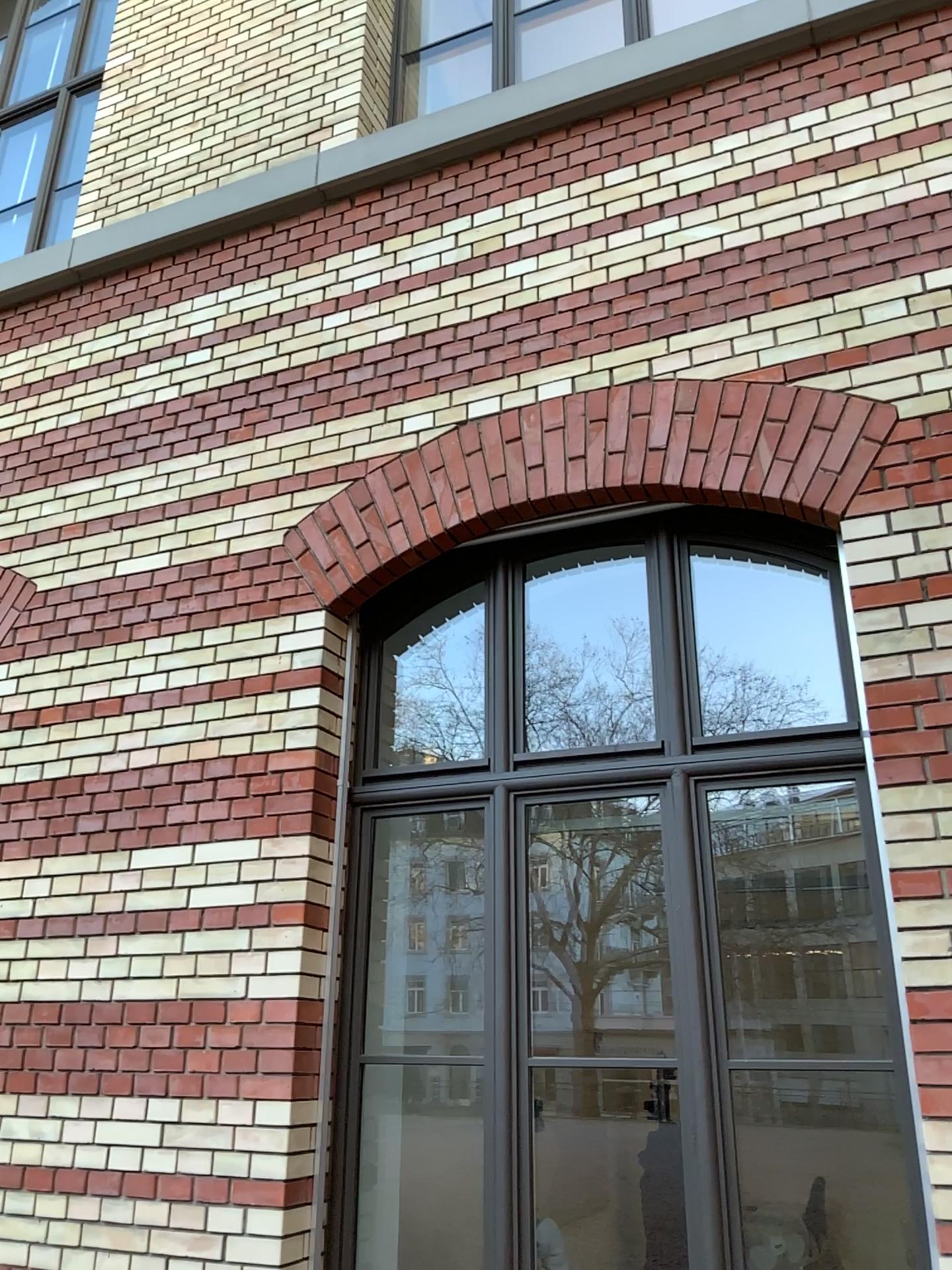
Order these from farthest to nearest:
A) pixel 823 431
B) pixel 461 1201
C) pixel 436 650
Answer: pixel 436 650 → pixel 461 1201 → pixel 823 431

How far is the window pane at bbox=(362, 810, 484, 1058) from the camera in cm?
458

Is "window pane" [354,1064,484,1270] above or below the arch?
below

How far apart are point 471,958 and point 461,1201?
0.9 meters

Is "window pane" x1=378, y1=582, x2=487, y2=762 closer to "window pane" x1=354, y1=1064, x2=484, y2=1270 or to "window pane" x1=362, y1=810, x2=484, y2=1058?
"window pane" x1=362, y1=810, x2=484, y2=1058

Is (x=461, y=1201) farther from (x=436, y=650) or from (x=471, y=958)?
(x=436, y=650)

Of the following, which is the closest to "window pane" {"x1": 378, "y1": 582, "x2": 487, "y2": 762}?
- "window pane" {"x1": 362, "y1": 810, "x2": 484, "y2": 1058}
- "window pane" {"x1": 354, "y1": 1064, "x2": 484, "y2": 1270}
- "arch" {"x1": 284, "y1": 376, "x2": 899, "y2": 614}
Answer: "window pane" {"x1": 362, "y1": 810, "x2": 484, "y2": 1058}

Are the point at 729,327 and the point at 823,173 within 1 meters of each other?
yes

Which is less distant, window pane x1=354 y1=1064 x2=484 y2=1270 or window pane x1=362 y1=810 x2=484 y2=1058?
window pane x1=354 y1=1064 x2=484 y2=1270

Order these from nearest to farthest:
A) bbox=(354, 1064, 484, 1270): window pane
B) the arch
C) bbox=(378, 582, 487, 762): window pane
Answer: the arch, bbox=(354, 1064, 484, 1270): window pane, bbox=(378, 582, 487, 762): window pane
